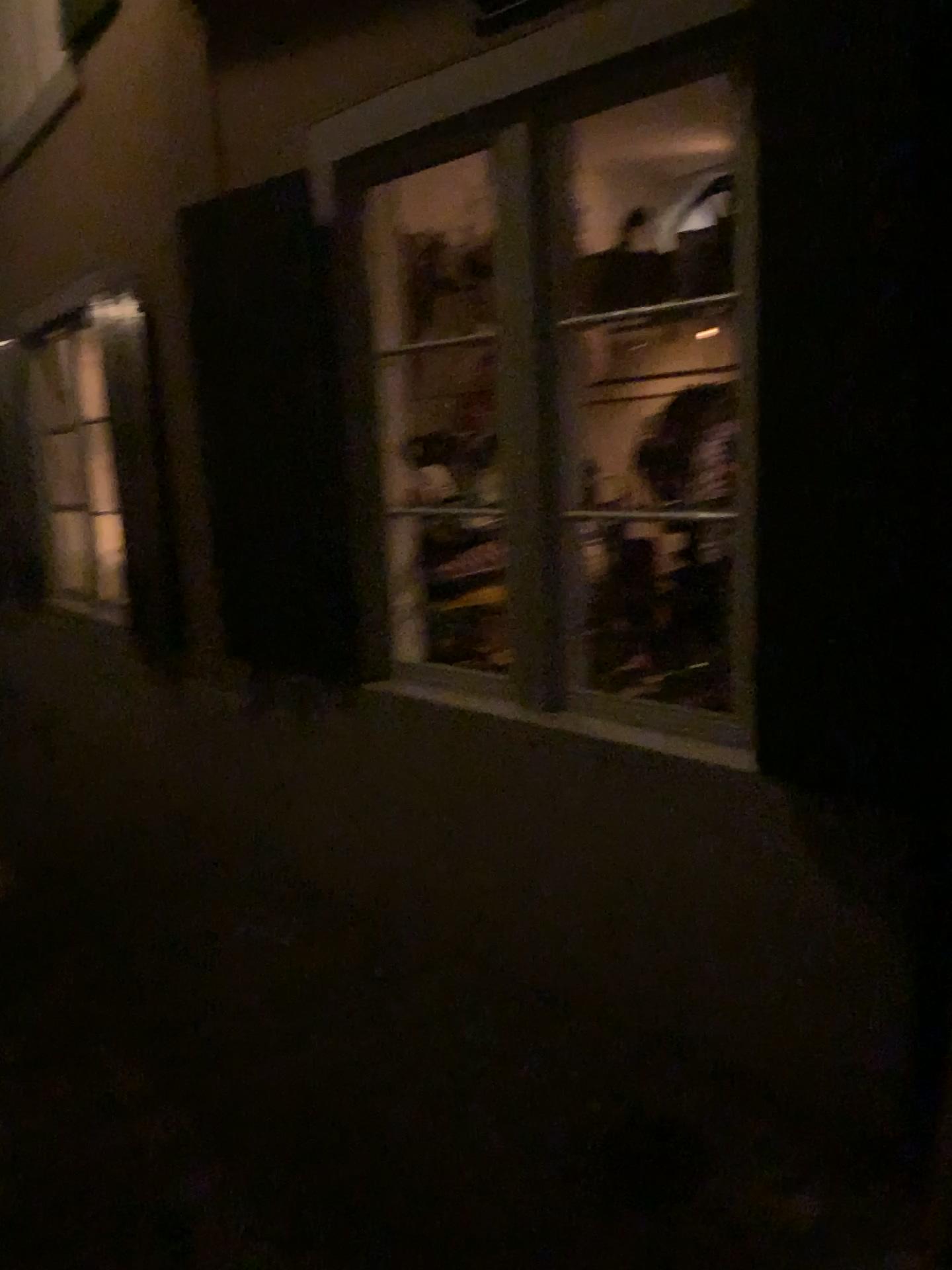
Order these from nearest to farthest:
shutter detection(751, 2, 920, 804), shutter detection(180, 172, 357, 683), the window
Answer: shutter detection(751, 2, 920, 804) → the window → shutter detection(180, 172, 357, 683)

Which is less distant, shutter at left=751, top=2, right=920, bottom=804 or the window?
shutter at left=751, top=2, right=920, bottom=804

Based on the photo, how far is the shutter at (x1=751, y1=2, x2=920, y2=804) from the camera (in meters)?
1.85

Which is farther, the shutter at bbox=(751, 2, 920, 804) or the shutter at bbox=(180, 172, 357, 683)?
the shutter at bbox=(180, 172, 357, 683)

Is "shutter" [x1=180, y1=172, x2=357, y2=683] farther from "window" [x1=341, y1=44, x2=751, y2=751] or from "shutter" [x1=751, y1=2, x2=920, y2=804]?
"shutter" [x1=751, y1=2, x2=920, y2=804]

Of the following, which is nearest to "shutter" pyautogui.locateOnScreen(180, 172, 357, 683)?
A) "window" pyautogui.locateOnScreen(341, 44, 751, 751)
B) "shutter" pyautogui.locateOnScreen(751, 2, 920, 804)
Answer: "window" pyautogui.locateOnScreen(341, 44, 751, 751)

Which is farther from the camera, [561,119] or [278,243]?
[278,243]

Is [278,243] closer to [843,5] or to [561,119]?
[561,119]

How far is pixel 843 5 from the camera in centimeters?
185cm

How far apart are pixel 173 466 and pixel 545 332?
2.2m
